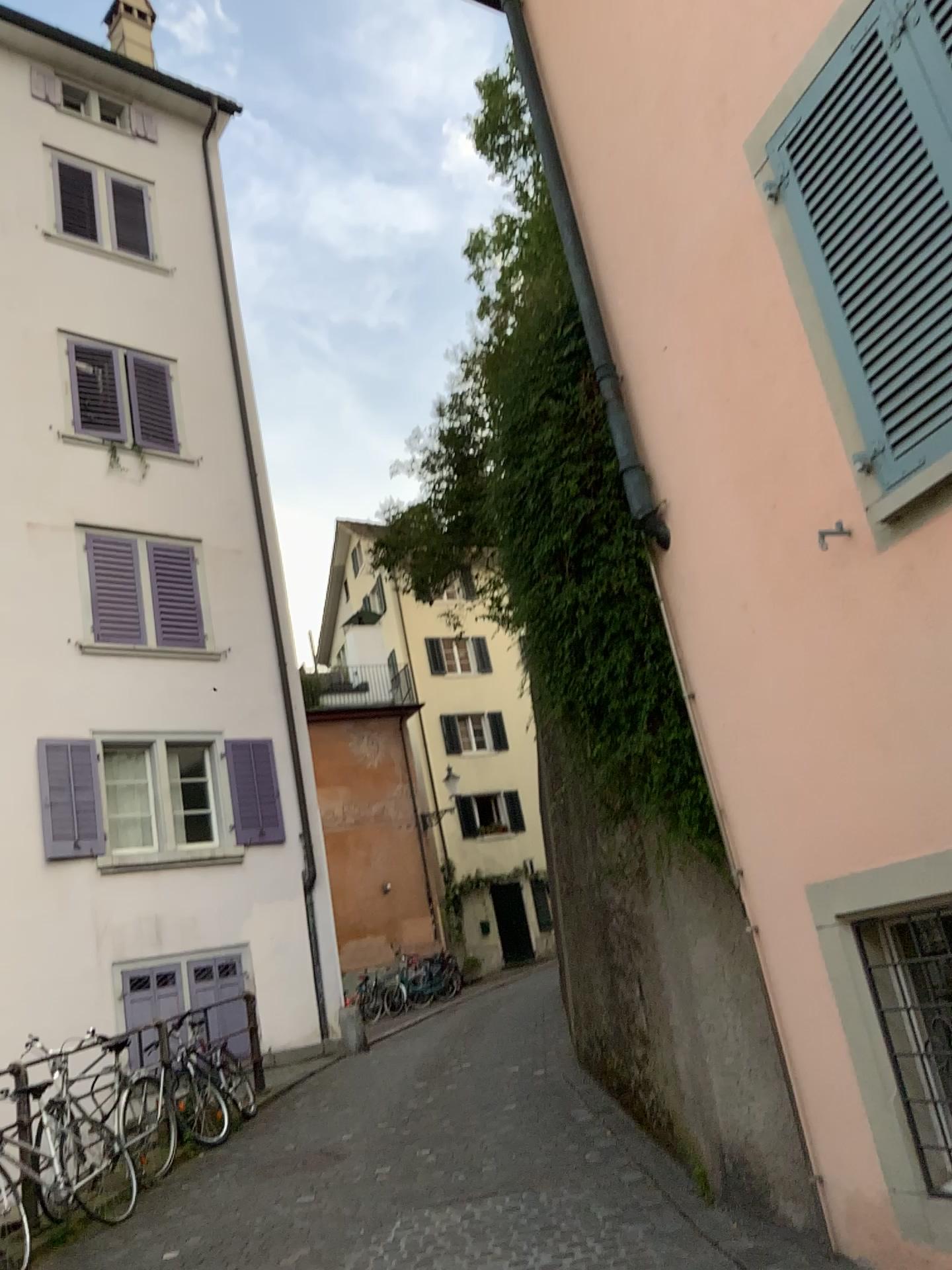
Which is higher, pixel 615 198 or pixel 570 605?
pixel 615 198
